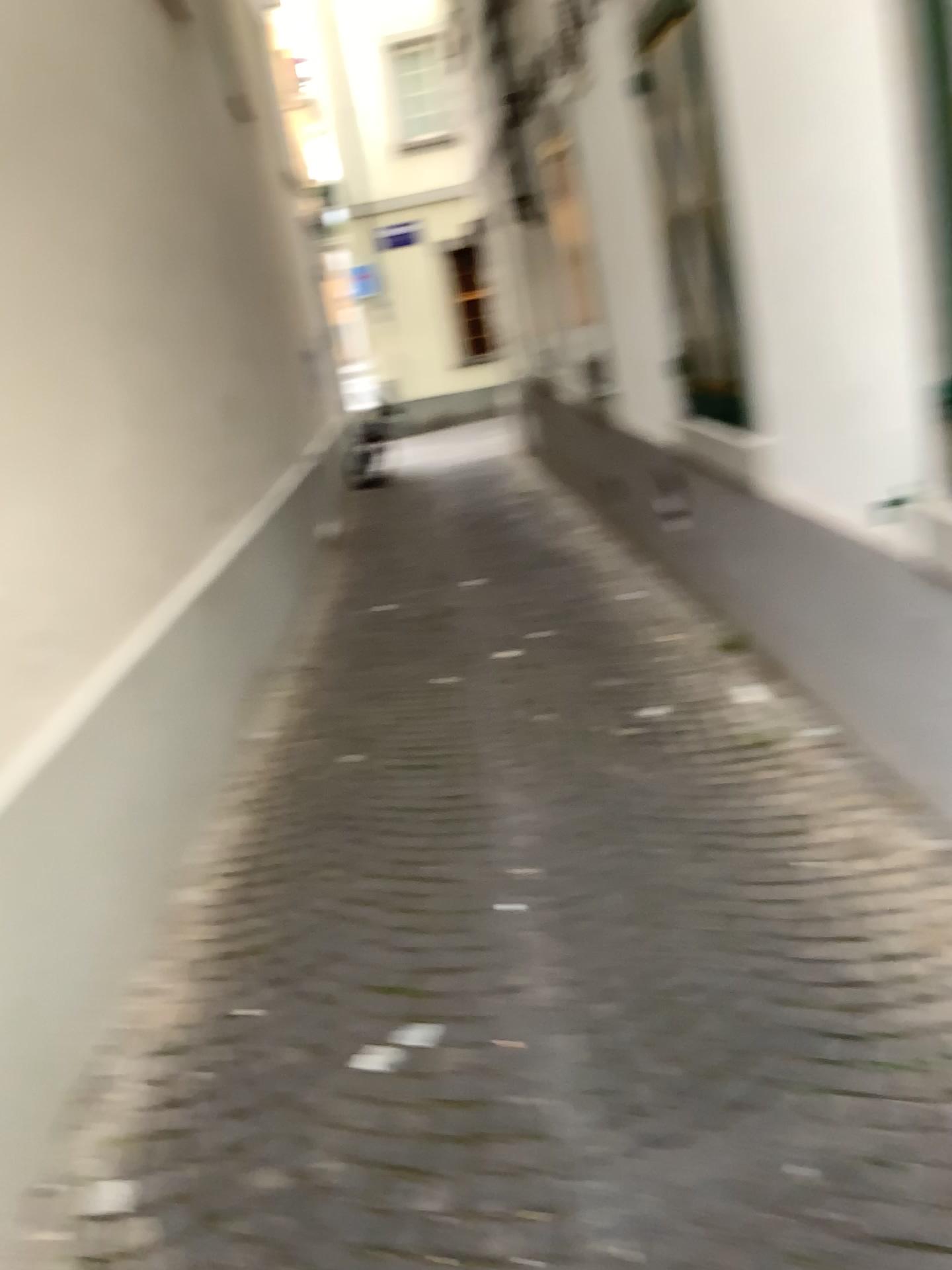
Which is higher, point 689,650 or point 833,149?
point 833,149
